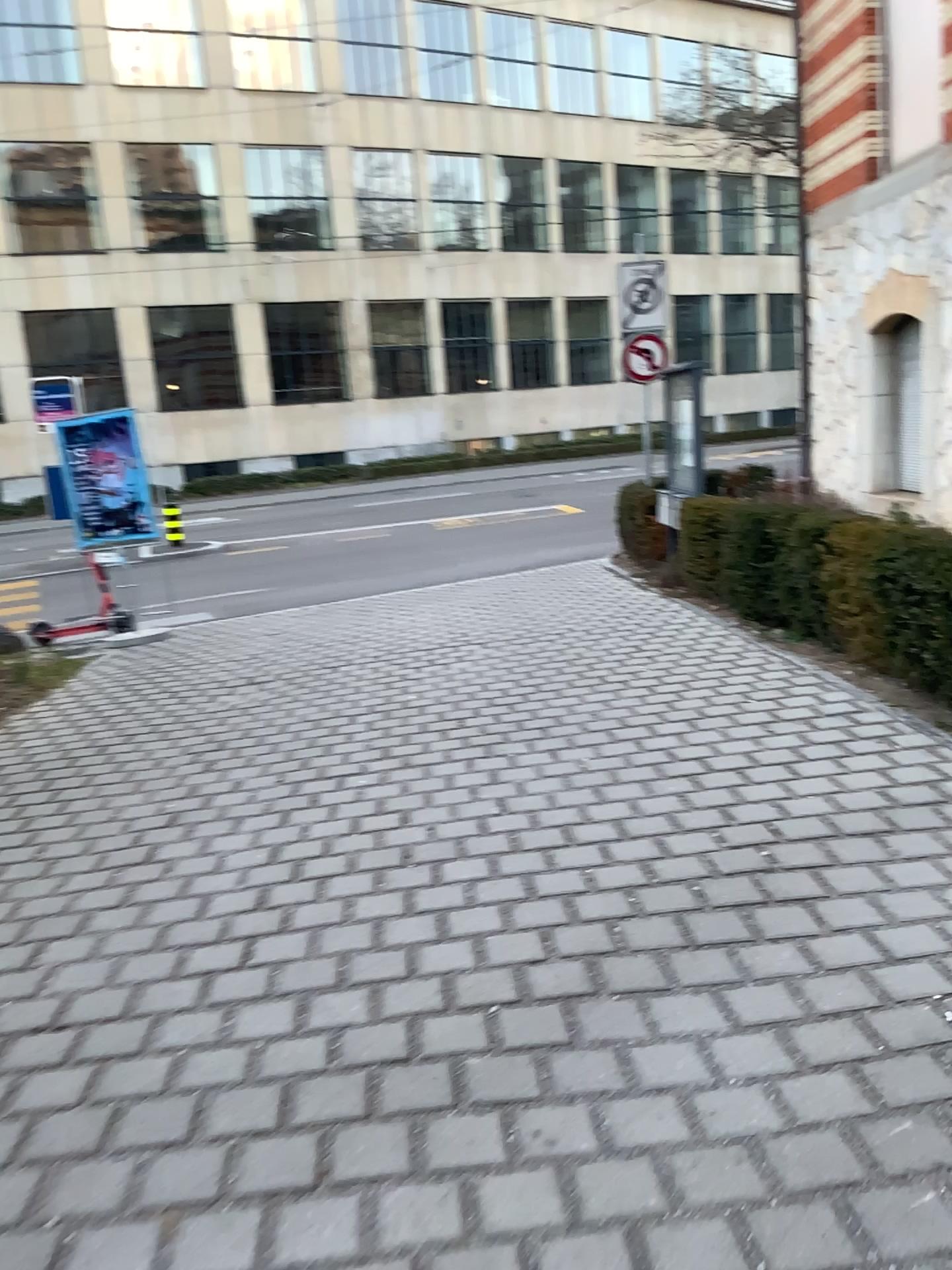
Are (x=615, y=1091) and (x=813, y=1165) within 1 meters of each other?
yes
